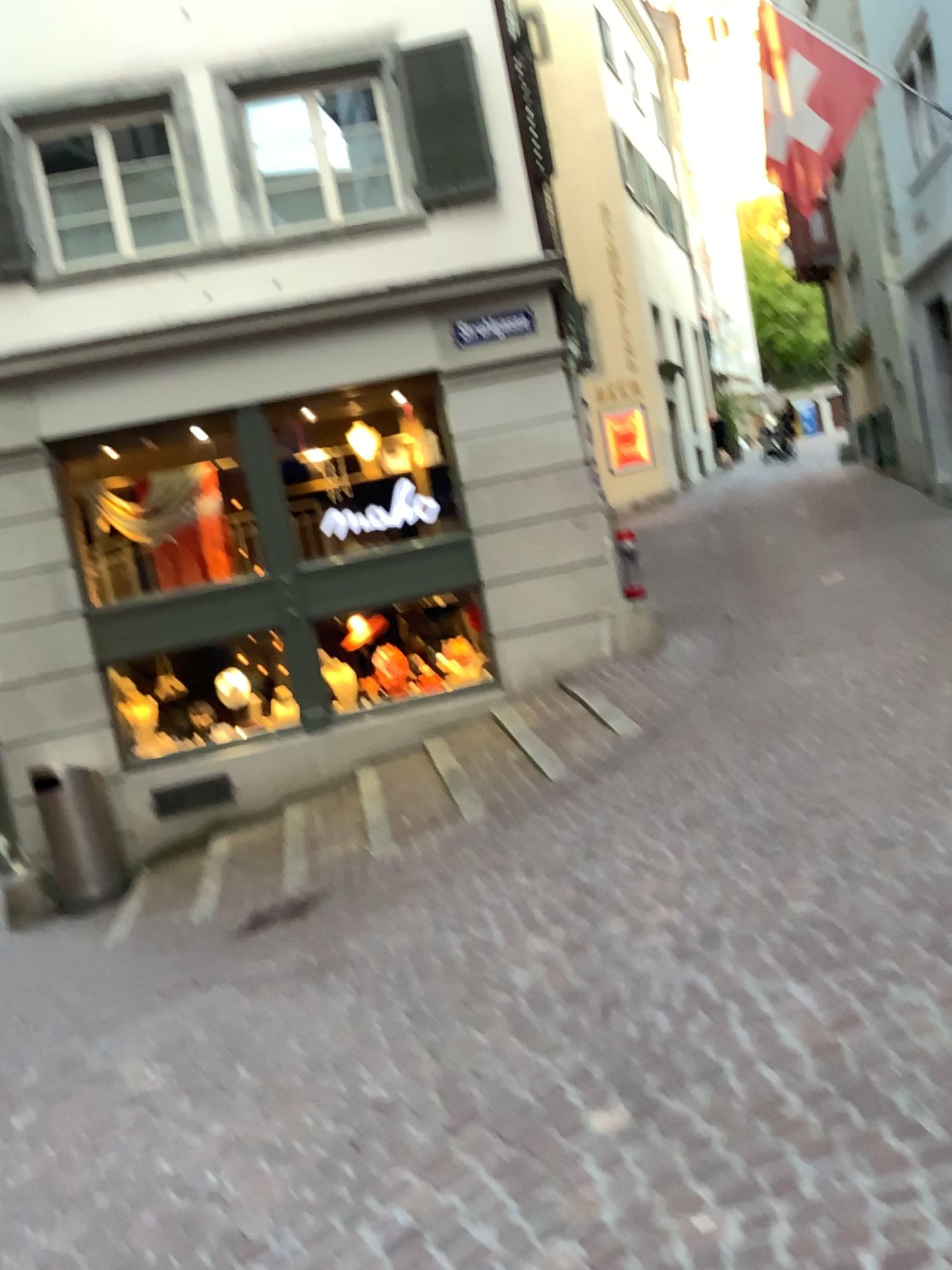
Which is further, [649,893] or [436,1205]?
[649,893]
